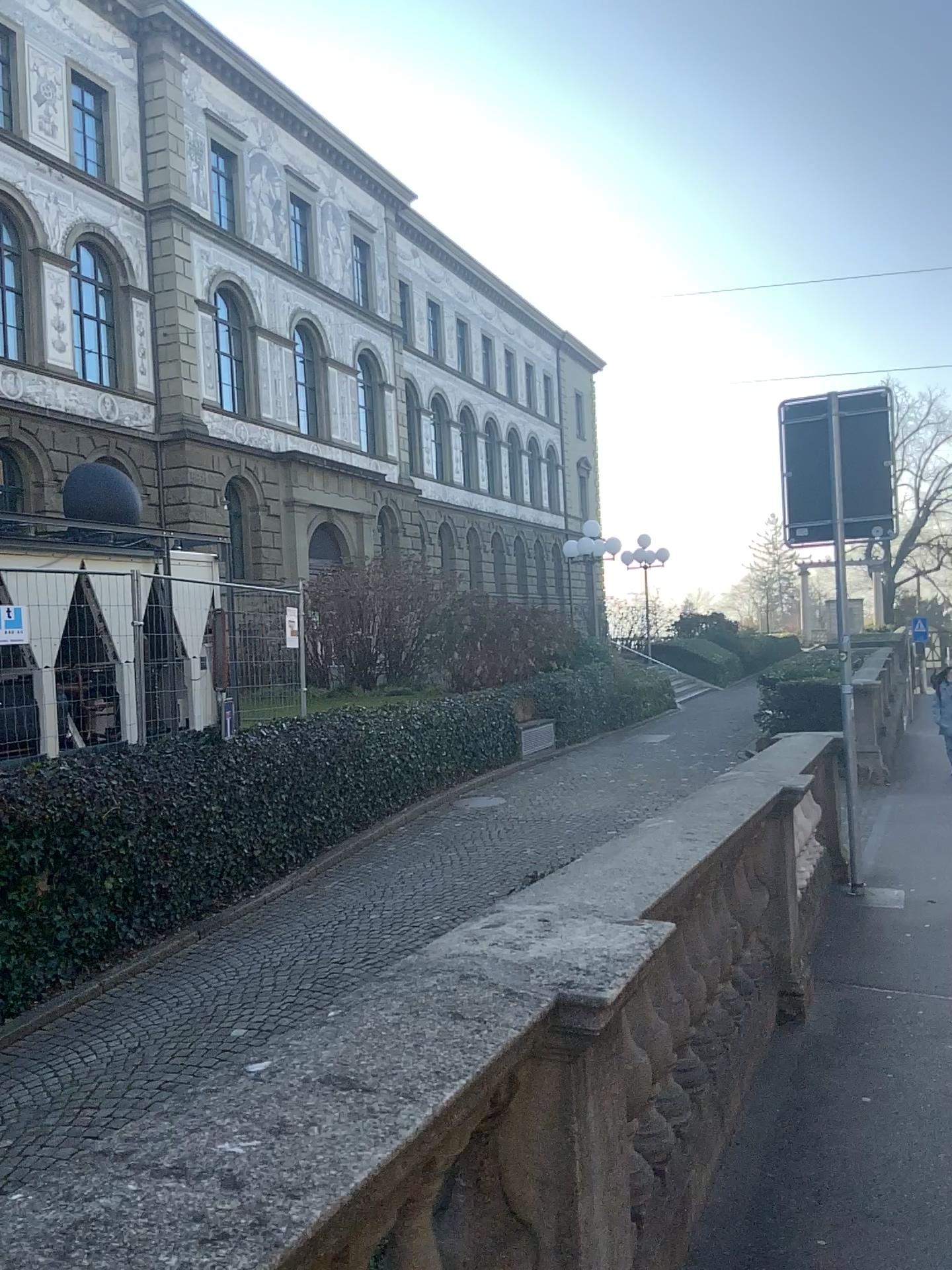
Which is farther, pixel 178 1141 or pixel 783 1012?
pixel 783 1012
